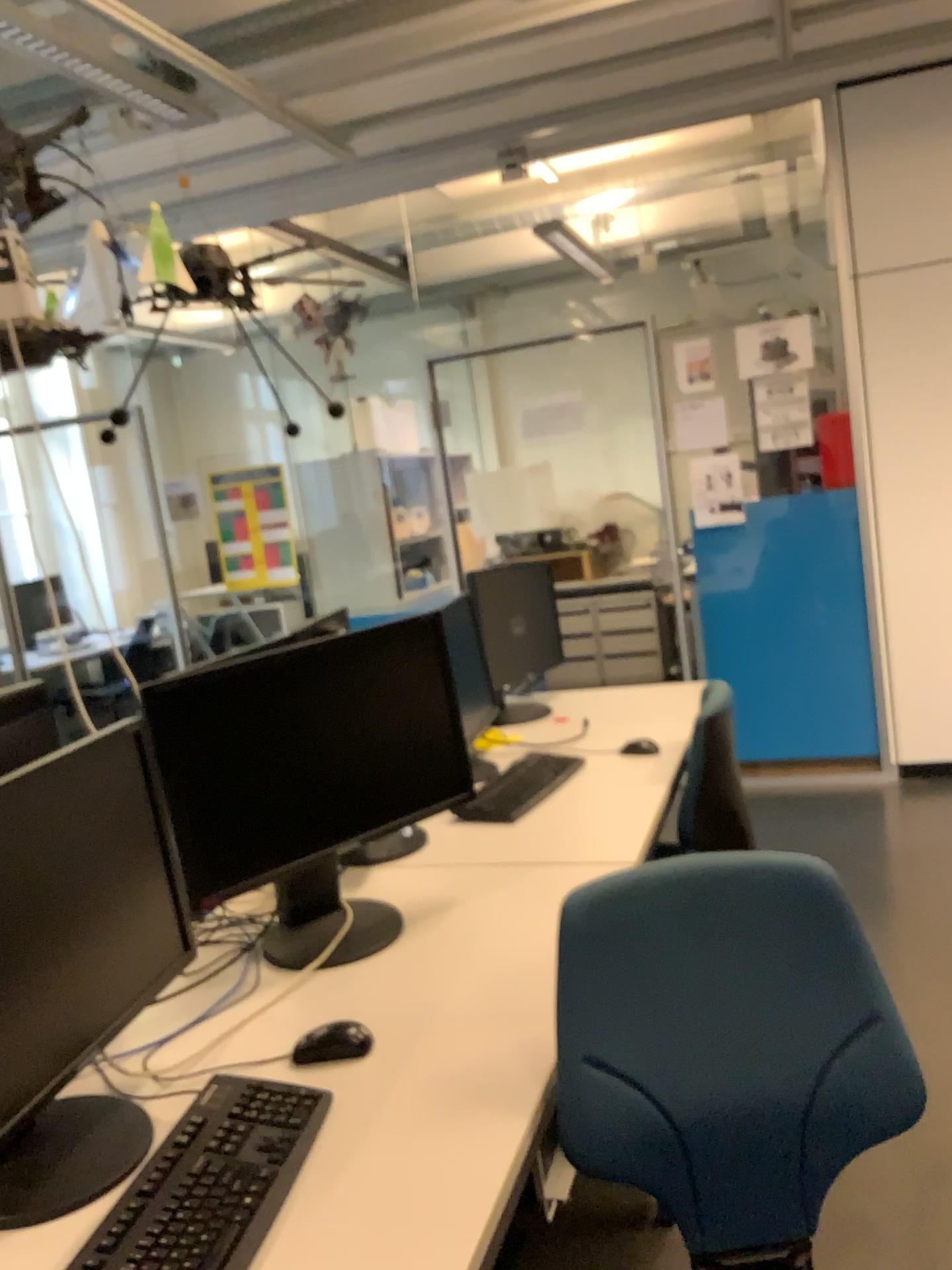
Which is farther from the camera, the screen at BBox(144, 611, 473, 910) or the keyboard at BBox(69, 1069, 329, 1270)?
the screen at BBox(144, 611, 473, 910)

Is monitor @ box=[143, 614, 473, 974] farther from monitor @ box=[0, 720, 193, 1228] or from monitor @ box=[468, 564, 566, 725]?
monitor @ box=[468, 564, 566, 725]

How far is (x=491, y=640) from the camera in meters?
3.2 m

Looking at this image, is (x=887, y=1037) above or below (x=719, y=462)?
below

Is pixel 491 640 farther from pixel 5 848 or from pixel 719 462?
pixel 5 848

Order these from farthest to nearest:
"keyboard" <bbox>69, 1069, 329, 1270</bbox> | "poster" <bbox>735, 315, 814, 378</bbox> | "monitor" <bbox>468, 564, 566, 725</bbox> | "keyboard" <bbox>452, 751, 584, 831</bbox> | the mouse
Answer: "poster" <bbox>735, 315, 814, 378</bbox> < "monitor" <bbox>468, 564, 566, 725</bbox> < "keyboard" <bbox>452, 751, 584, 831</bbox> < the mouse < "keyboard" <bbox>69, 1069, 329, 1270</bbox>

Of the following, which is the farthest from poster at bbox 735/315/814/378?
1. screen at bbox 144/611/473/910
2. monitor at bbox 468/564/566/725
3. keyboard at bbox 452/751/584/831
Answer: screen at bbox 144/611/473/910

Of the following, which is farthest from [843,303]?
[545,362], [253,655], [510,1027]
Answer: [510,1027]

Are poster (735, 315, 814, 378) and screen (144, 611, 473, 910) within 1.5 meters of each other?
no

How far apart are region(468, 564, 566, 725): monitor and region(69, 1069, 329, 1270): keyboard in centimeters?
184cm
